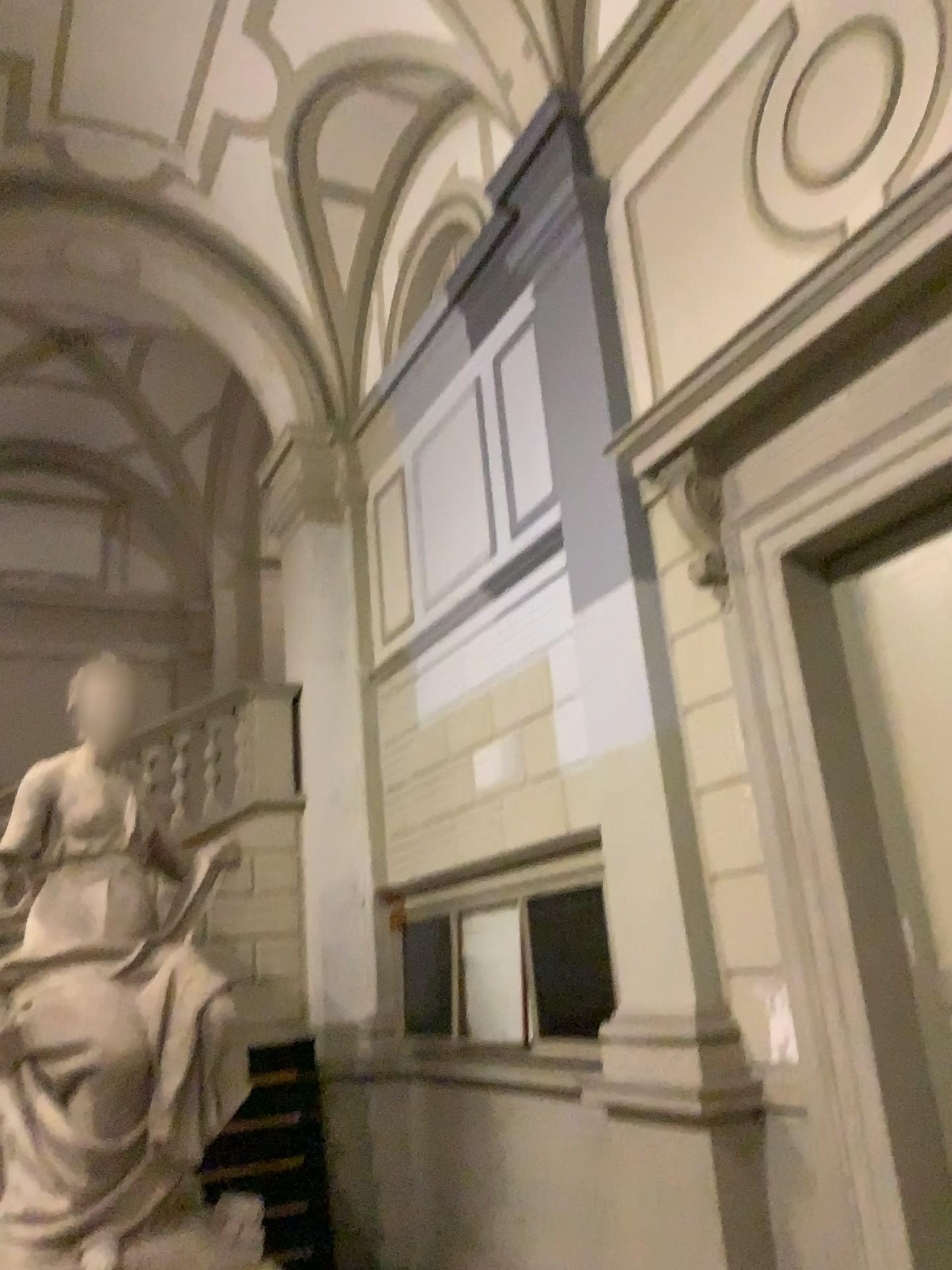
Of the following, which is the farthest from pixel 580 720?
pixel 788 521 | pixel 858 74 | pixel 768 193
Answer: pixel 858 74
